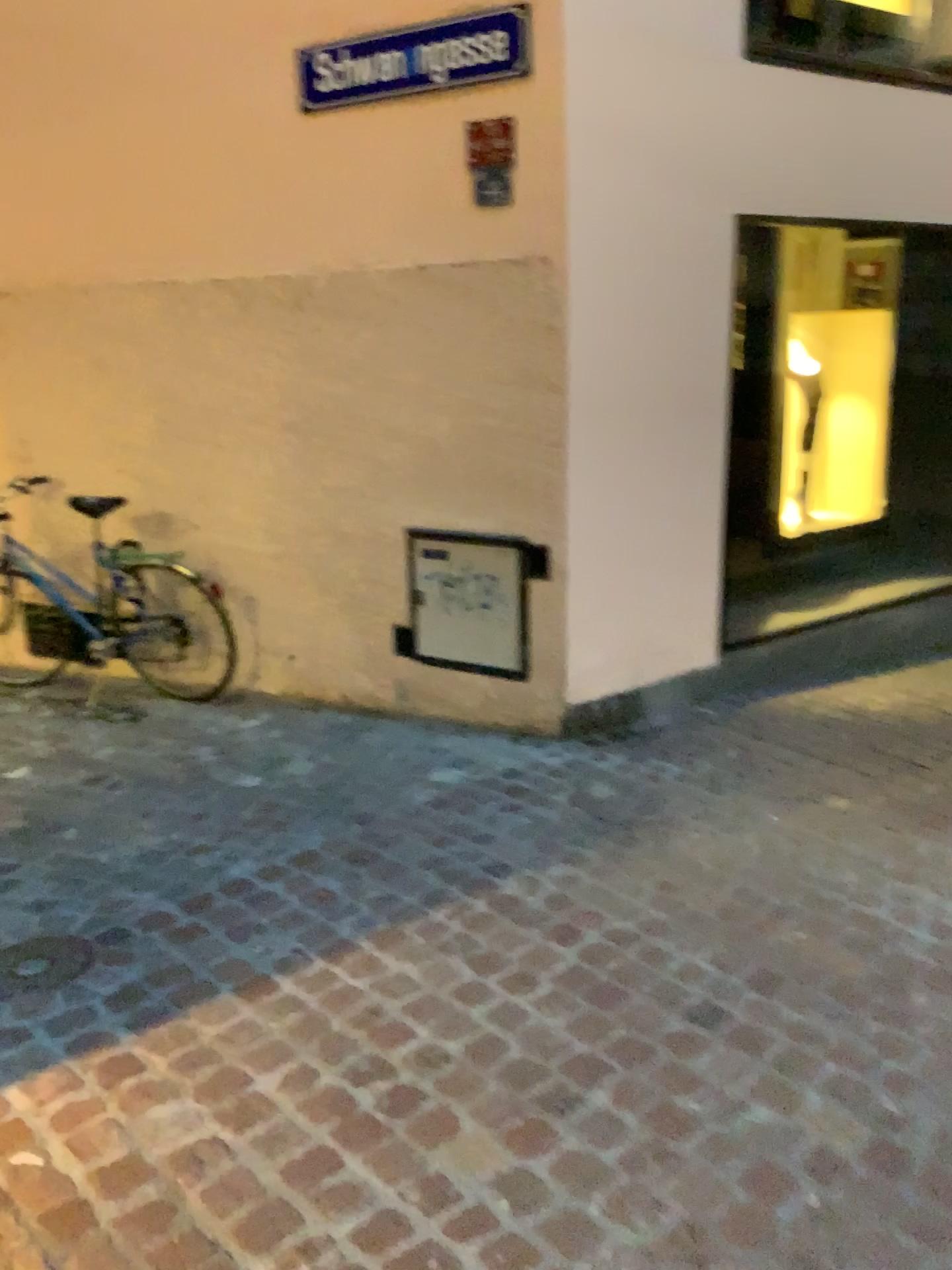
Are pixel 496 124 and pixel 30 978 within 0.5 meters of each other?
no

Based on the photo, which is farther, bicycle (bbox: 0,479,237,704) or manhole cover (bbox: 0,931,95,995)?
bicycle (bbox: 0,479,237,704)

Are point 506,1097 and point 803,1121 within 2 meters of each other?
yes

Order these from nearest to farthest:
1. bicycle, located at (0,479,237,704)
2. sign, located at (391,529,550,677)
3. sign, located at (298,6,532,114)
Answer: sign, located at (298,6,532,114) < sign, located at (391,529,550,677) < bicycle, located at (0,479,237,704)

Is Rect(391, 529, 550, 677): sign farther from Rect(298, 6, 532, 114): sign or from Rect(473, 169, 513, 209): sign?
Rect(298, 6, 532, 114): sign

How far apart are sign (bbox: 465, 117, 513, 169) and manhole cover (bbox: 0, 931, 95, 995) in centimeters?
271cm

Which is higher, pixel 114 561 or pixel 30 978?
pixel 114 561

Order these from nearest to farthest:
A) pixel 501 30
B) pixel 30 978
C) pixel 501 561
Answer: pixel 30 978, pixel 501 30, pixel 501 561

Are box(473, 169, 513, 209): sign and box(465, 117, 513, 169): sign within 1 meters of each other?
yes

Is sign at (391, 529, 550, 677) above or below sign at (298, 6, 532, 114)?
below
